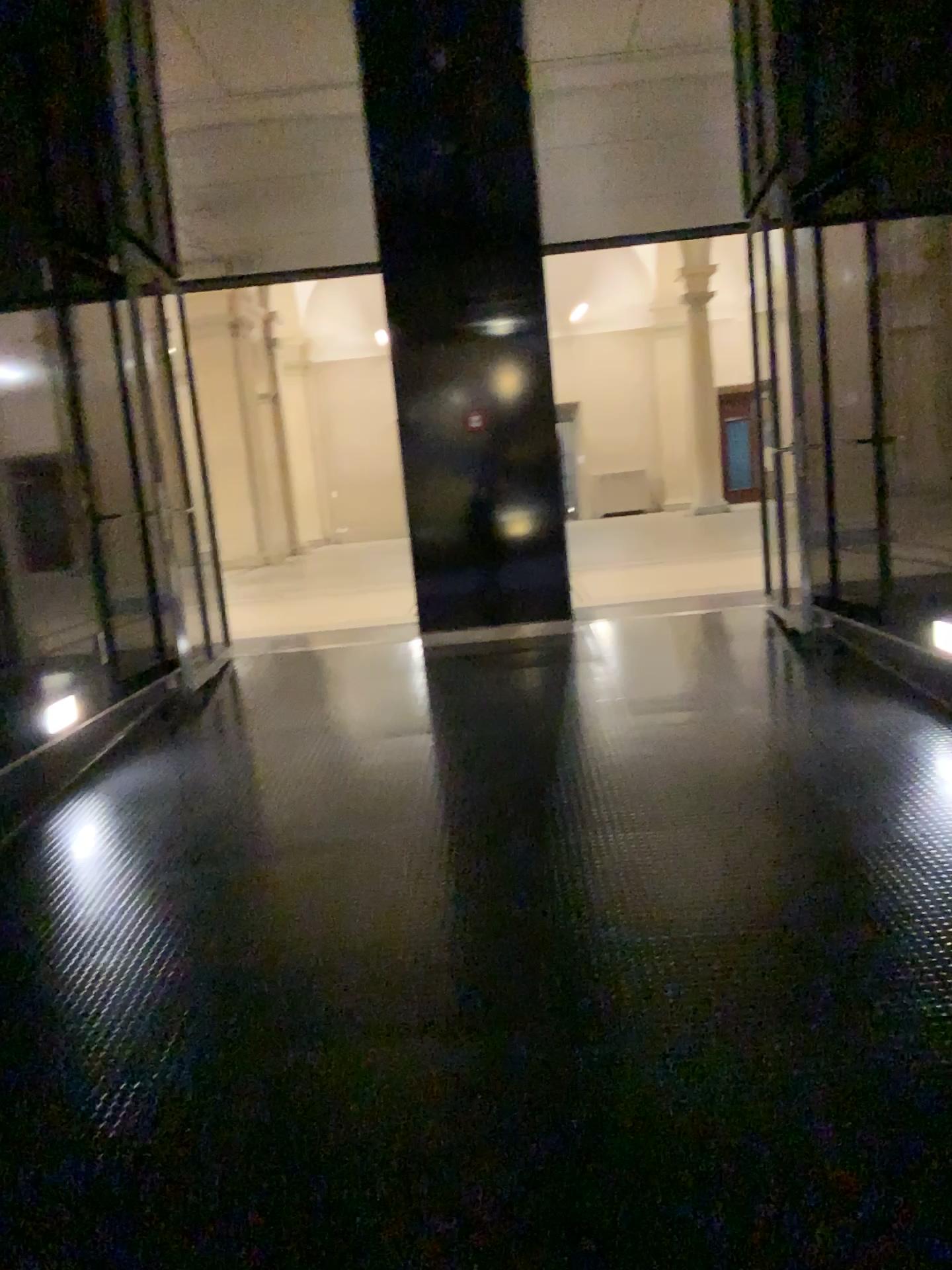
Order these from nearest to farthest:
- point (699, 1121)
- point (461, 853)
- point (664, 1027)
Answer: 1. point (699, 1121)
2. point (664, 1027)
3. point (461, 853)
